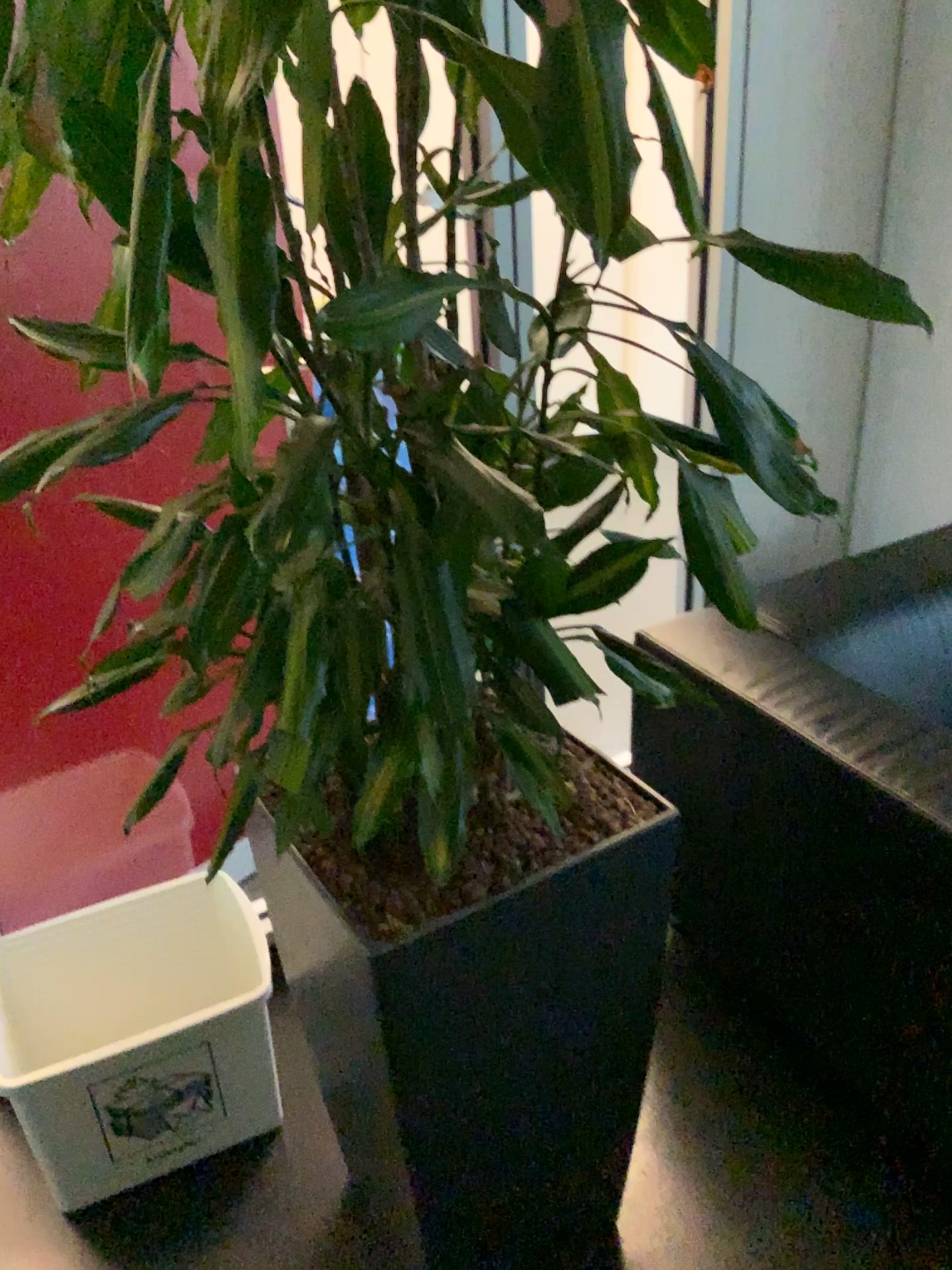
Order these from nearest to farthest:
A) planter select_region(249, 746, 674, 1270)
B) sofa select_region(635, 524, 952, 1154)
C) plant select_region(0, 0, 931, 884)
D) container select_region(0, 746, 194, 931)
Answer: plant select_region(0, 0, 931, 884) → planter select_region(249, 746, 674, 1270) → sofa select_region(635, 524, 952, 1154) → container select_region(0, 746, 194, 931)

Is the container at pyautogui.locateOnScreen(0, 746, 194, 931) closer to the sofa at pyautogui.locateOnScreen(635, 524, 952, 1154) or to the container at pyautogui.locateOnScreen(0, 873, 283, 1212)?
the container at pyautogui.locateOnScreen(0, 873, 283, 1212)

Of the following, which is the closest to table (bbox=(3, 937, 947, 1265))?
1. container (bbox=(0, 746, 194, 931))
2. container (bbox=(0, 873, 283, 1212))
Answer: container (bbox=(0, 873, 283, 1212))

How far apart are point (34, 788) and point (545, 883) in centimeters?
113cm

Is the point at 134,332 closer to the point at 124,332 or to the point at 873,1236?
the point at 124,332

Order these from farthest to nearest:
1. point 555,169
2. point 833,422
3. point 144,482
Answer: point 833,422
point 144,482
point 555,169

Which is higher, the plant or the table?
the plant

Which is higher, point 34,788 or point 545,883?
point 545,883

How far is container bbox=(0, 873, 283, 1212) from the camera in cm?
155

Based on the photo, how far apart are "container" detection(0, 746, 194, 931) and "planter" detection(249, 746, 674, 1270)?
0.43m
